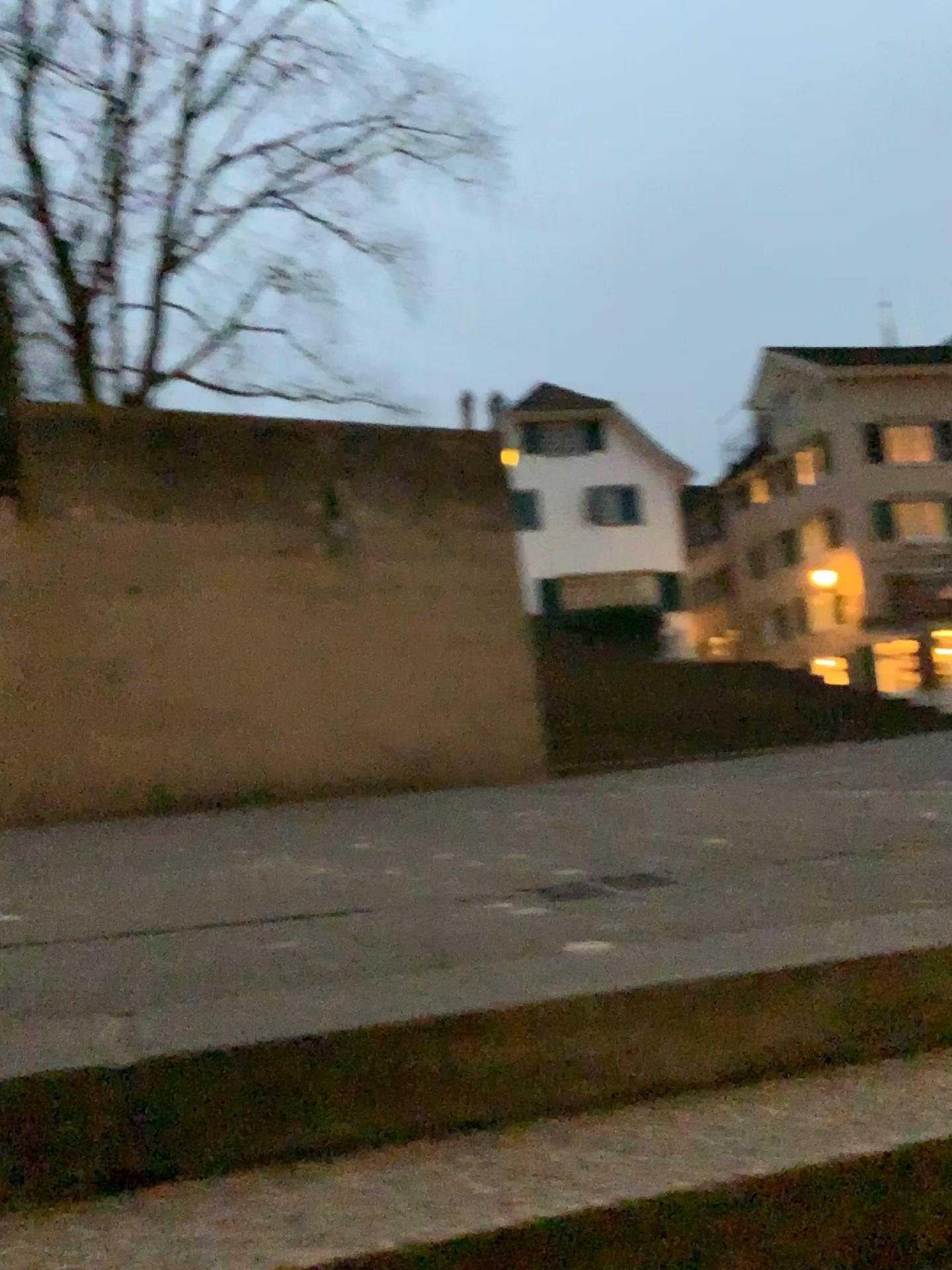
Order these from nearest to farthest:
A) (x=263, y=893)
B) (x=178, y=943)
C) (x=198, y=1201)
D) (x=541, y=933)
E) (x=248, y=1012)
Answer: (x=198, y=1201), (x=248, y=1012), (x=541, y=933), (x=178, y=943), (x=263, y=893)
